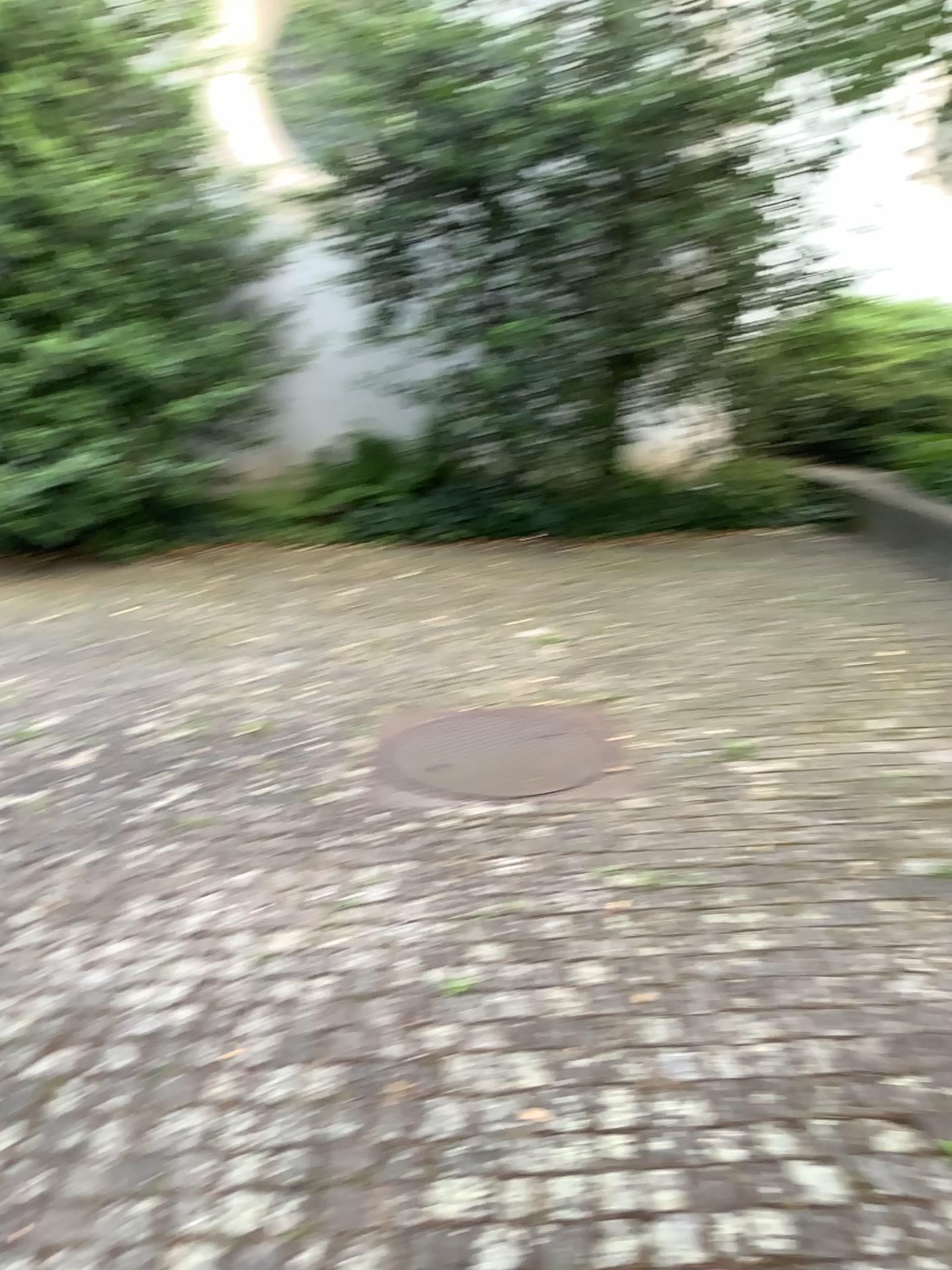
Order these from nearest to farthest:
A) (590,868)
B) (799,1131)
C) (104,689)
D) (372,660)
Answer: (799,1131)
(590,868)
(104,689)
(372,660)
